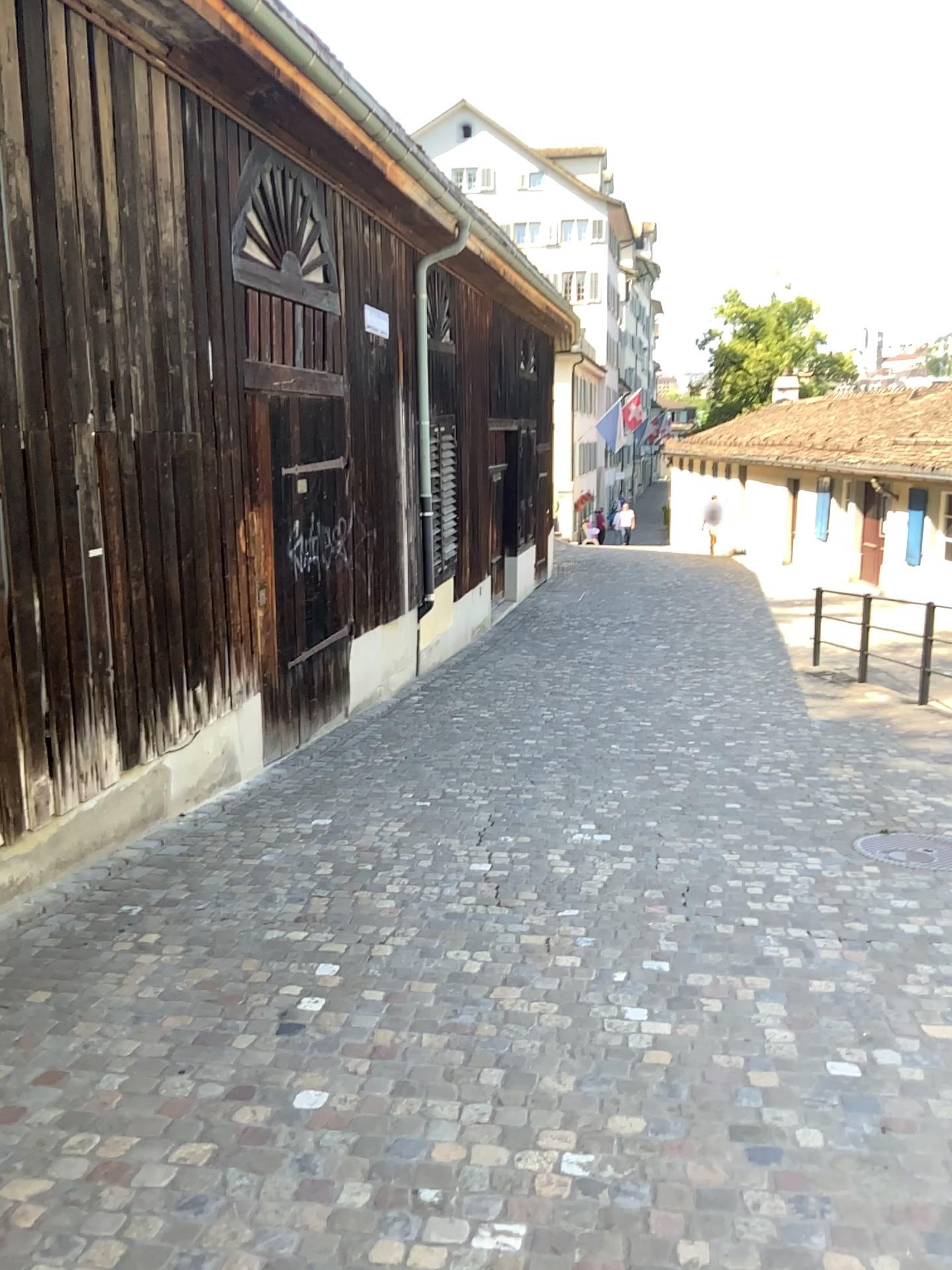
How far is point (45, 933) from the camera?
4.2m
